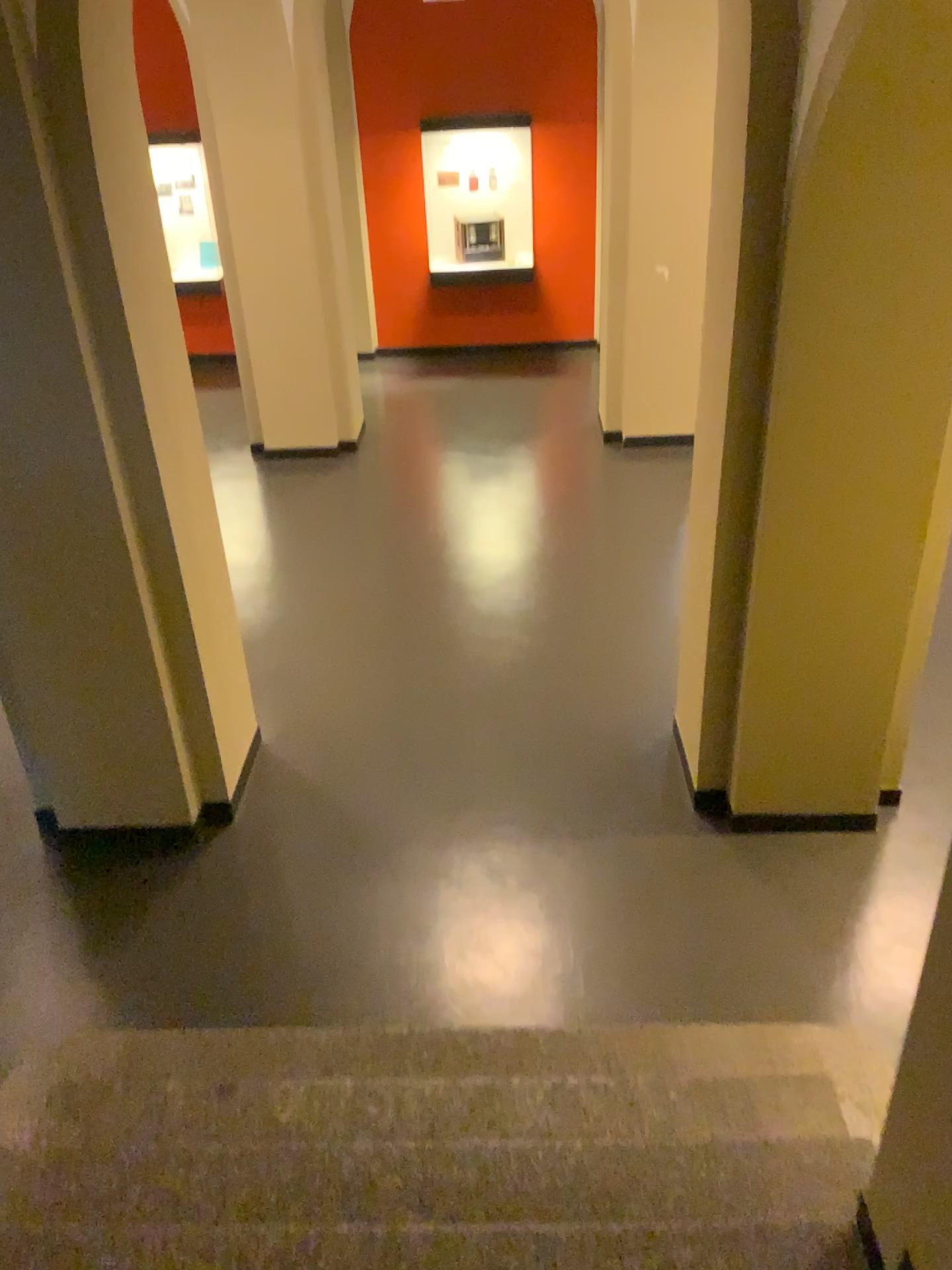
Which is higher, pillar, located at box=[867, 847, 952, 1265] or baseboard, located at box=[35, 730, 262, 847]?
pillar, located at box=[867, 847, 952, 1265]

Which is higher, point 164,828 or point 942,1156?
point 942,1156

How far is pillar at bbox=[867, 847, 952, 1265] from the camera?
1.8 meters

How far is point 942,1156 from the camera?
1.8m

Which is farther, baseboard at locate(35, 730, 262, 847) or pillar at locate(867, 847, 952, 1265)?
baseboard at locate(35, 730, 262, 847)

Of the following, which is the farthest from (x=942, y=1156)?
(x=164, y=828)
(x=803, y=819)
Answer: (x=164, y=828)

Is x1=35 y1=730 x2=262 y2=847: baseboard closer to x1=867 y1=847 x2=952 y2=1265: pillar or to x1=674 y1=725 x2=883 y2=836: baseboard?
x1=674 y1=725 x2=883 y2=836: baseboard

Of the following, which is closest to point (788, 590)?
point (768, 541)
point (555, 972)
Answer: point (768, 541)

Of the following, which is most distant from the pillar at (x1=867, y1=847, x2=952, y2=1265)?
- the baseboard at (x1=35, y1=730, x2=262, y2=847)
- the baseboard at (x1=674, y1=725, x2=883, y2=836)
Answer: the baseboard at (x1=35, y1=730, x2=262, y2=847)

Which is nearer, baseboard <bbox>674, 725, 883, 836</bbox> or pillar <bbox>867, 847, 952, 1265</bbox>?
pillar <bbox>867, 847, 952, 1265</bbox>
